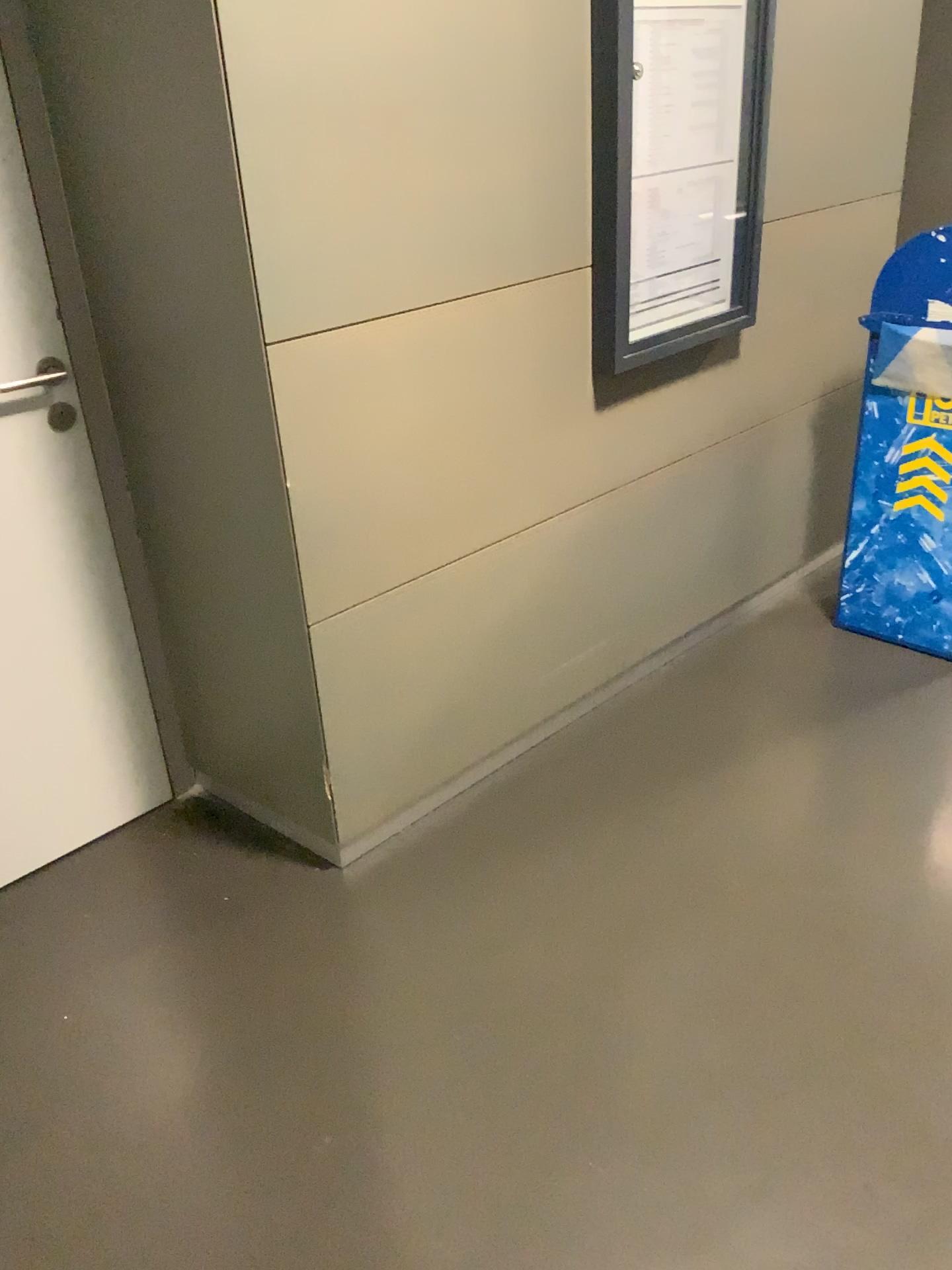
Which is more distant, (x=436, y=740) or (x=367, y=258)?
(x=436, y=740)

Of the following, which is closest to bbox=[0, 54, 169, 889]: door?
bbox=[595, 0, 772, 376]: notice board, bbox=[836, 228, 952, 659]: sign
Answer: bbox=[595, 0, 772, 376]: notice board

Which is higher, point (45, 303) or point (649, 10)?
point (649, 10)

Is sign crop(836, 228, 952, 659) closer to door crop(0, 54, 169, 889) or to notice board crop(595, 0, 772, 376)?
notice board crop(595, 0, 772, 376)

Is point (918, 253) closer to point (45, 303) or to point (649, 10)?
point (649, 10)

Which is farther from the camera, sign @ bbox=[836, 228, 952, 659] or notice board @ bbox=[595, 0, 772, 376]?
sign @ bbox=[836, 228, 952, 659]

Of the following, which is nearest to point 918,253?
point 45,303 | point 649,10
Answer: point 649,10

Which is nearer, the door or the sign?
the door

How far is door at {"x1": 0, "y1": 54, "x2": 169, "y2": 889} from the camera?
1.9 meters
